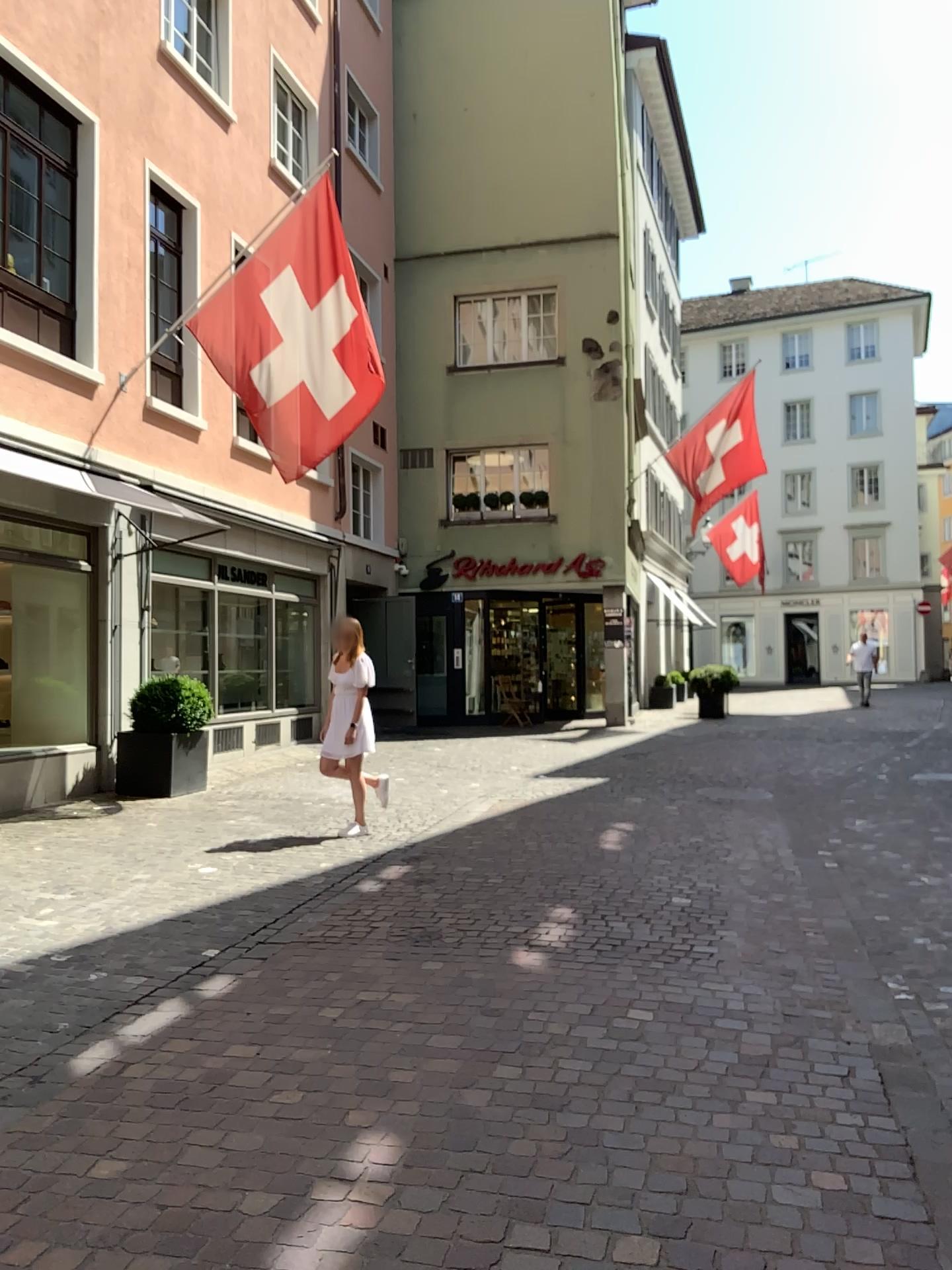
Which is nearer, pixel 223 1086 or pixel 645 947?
pixel 223 1086
